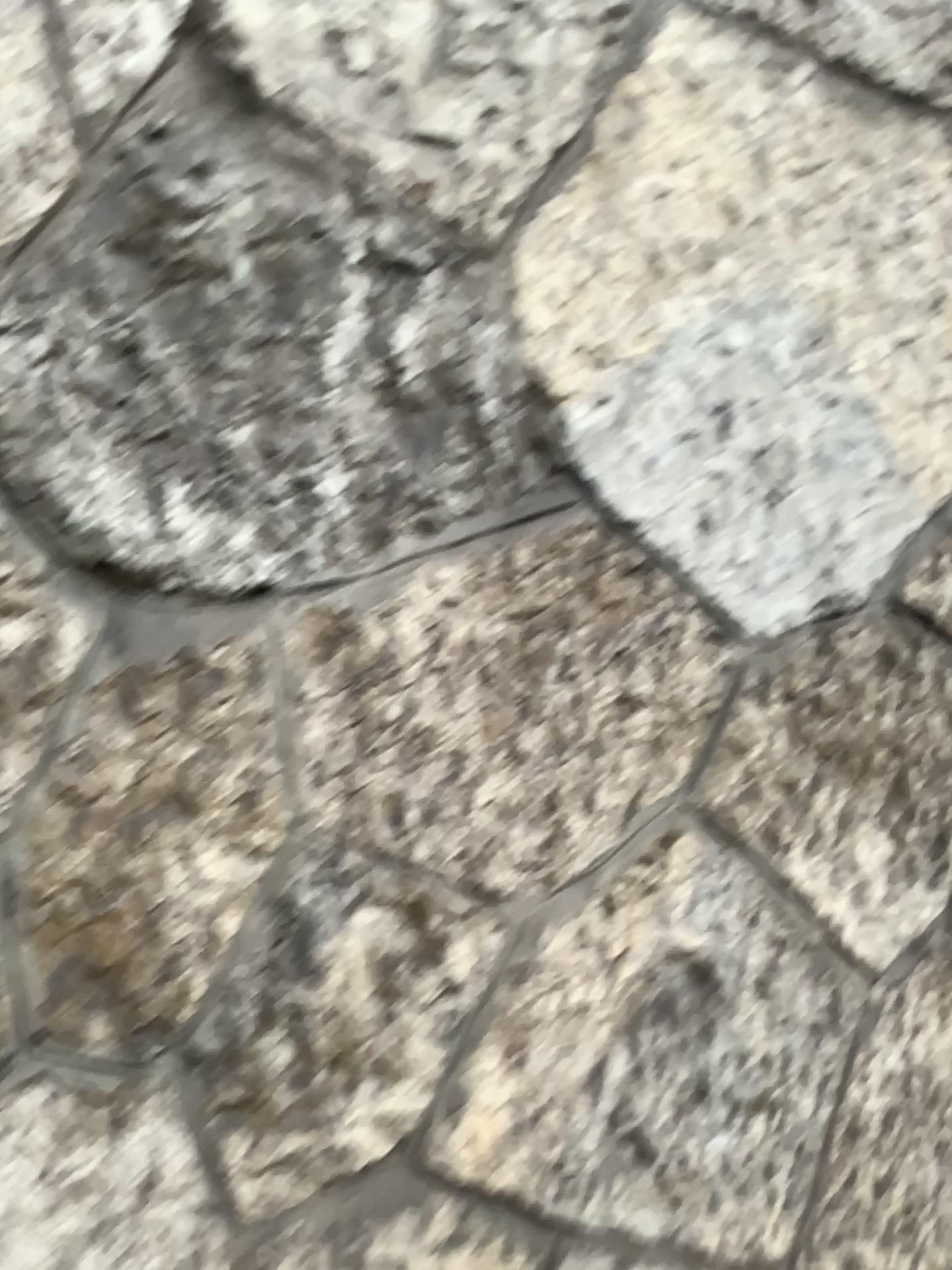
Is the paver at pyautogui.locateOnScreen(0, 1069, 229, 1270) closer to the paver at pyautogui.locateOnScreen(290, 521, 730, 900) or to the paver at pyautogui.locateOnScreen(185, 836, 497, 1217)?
the paver at pyautogui.locateOnScreen(185, 836, 497, 1217)

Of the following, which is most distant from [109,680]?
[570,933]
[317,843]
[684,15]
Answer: [684,15]

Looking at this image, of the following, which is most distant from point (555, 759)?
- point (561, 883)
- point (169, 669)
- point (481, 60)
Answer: point (481, 60)

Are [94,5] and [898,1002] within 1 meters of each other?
no

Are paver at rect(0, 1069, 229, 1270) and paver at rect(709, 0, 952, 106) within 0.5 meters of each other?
no

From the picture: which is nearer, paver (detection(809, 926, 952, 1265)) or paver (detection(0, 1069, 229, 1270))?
paver (detection(0, 1069, 229, 1270))

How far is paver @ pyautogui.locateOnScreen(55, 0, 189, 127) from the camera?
0.86m

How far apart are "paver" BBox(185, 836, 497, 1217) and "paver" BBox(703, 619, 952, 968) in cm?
27

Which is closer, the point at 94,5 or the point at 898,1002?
the point at 94,5

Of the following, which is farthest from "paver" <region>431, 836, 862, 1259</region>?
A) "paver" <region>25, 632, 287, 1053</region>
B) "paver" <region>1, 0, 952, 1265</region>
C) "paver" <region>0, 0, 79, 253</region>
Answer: "paver" <region>0, 0, 79, 253</region>
